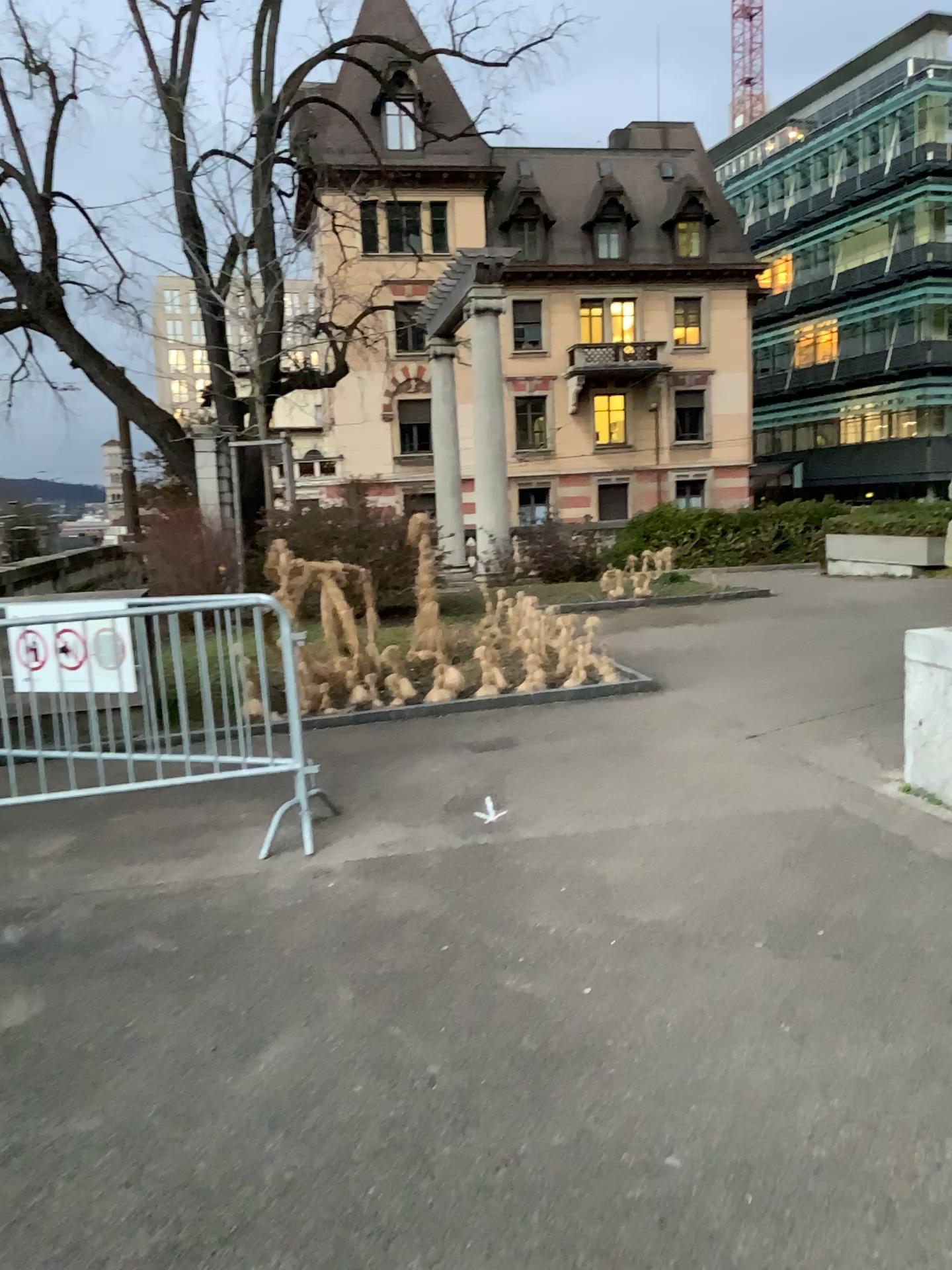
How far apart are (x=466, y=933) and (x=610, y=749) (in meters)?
2.36
